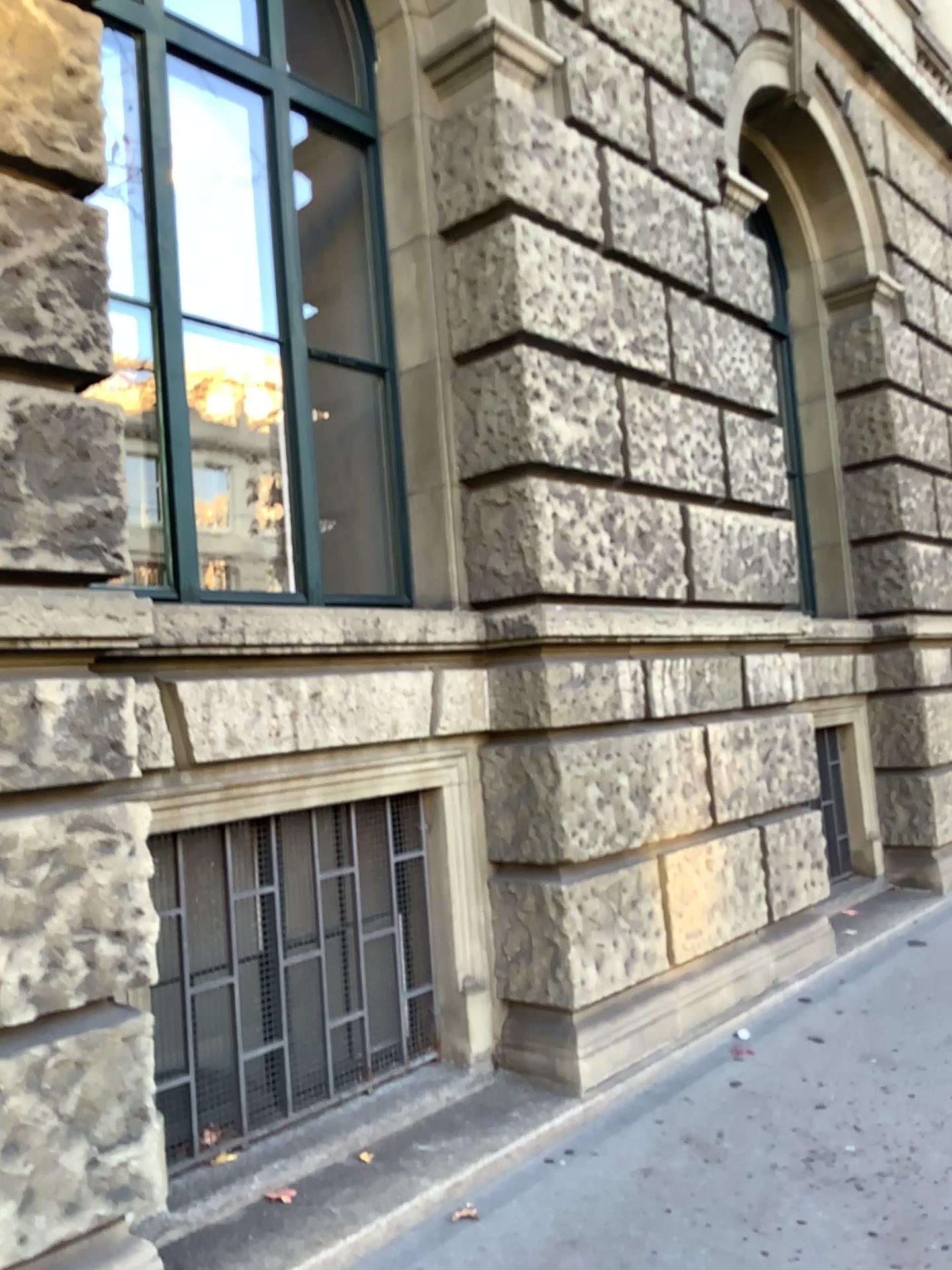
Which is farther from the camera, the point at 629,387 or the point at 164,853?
the point at 629,387

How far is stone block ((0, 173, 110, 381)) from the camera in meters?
2.5 m

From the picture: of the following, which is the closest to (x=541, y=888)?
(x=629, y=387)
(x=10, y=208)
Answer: (x=629, y=387)

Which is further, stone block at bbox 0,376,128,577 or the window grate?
the window grate

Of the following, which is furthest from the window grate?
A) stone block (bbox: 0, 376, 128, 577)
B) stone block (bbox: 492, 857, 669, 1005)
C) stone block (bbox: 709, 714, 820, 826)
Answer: stone block (bbox: 709, 714, 820, 826)

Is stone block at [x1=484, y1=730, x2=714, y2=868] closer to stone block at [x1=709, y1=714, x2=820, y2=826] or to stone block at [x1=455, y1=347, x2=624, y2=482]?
stone block at [x1=709, y1=714, x2=820, y2=826]

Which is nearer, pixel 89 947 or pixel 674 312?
pixel 89 947

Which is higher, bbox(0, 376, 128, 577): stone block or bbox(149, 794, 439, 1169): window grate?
bbox(0, 376, 128, 577): stone block

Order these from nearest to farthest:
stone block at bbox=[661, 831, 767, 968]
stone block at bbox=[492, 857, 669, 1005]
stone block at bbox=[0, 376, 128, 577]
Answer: stone block at bbox=[0, 376, 128, 577], stone block at bbox=[492, 857, 669, 1005], stone block at bbox=[661, 831, 767, 968]

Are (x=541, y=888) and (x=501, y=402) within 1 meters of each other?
no
